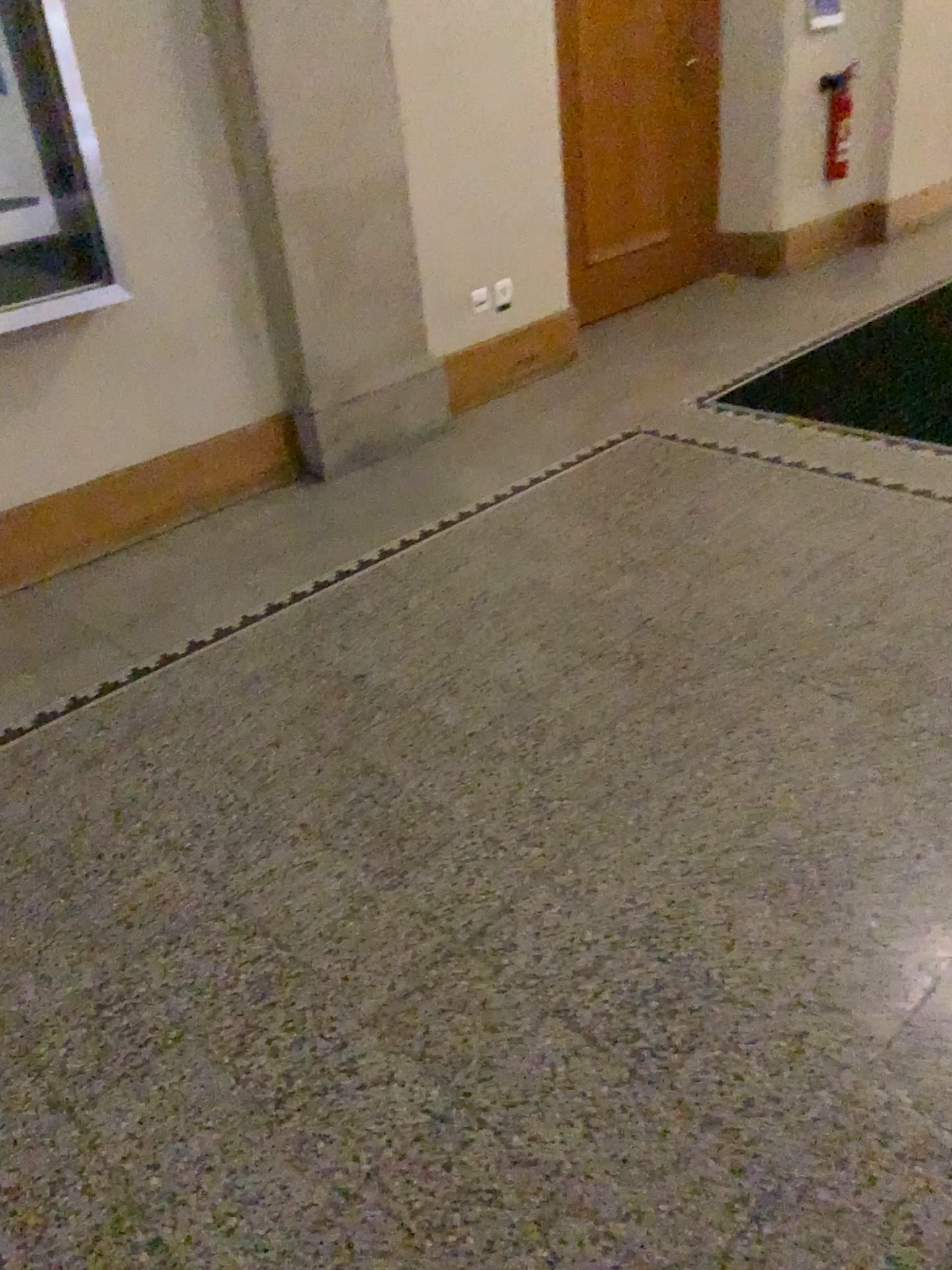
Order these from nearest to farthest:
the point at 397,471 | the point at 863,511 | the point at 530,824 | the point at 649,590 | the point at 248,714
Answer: the point at 530,824
the point at 248,714
the point at 649,590
the point at 863,511
the point at 397,471

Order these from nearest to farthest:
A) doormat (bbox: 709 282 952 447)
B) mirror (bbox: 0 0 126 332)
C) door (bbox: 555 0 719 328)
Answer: mirror (bbox: 0 0 126 332) → doormat (bbox: 709 282 952 447) → door (bbox: 555 0 719 328)

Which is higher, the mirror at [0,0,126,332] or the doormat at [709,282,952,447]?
the mirror at [0,0,126,332]

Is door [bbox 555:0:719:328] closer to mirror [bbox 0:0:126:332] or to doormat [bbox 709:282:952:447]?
doormat [bbox 709:282:952:447]

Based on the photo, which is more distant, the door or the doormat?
the door

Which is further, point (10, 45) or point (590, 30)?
point (590, 30)

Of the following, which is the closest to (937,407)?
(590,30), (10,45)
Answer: (590,30)

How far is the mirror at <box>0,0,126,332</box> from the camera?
2.6 meters

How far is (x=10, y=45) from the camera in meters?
2.6

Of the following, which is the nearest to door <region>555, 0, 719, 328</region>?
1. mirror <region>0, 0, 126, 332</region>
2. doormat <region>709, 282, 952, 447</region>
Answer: doormat <region>709, 282, 952, 447</region>
